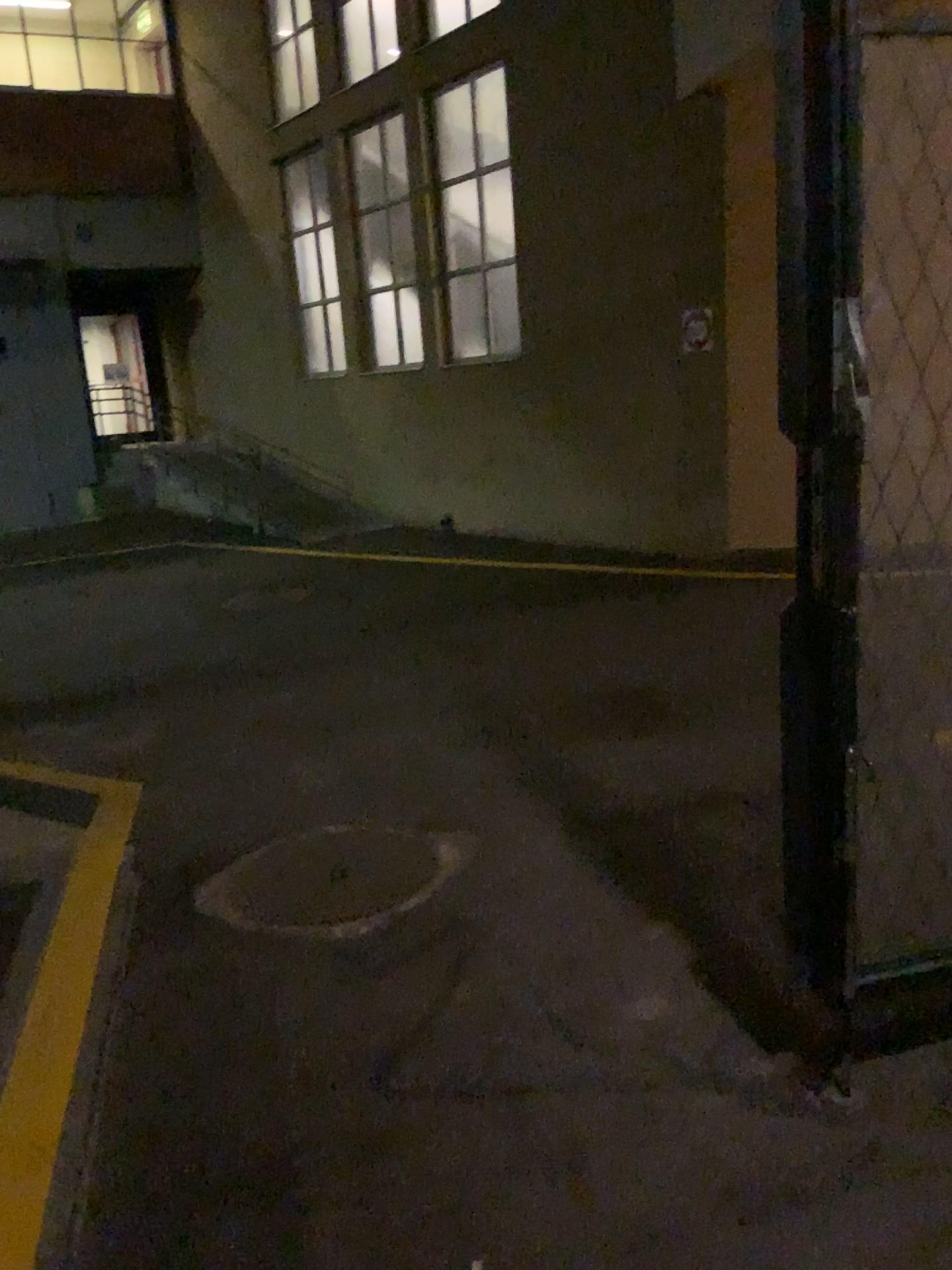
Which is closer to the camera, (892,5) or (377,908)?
(892,5)

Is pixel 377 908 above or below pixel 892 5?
below

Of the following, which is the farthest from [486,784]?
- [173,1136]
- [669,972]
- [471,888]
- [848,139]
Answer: [848,139]

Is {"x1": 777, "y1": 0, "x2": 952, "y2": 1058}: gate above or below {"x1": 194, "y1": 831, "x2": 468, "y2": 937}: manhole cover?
above

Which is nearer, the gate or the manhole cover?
the gate
